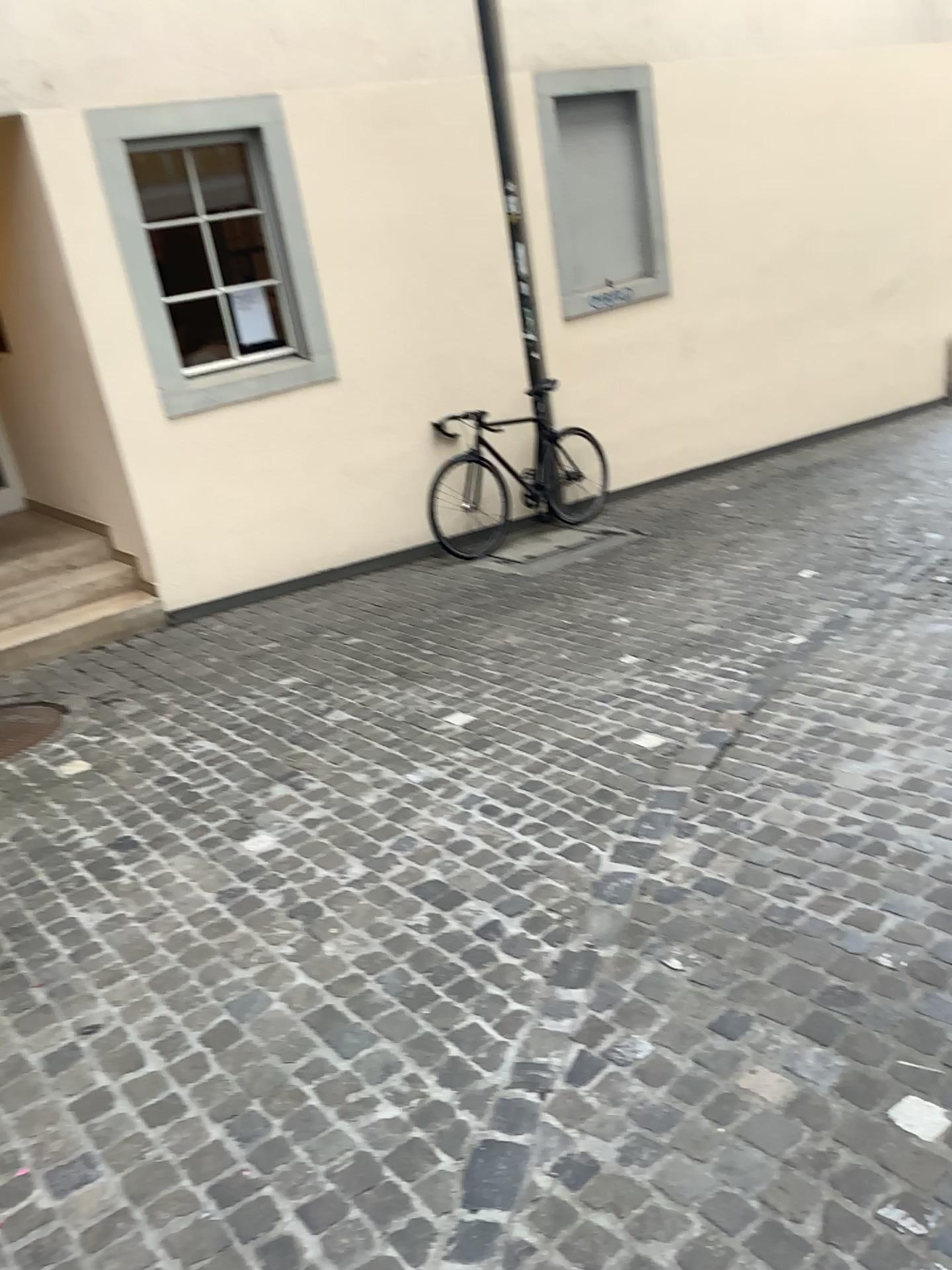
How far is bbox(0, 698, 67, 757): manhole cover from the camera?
4.55m

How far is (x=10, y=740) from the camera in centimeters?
455cm

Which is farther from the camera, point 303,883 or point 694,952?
point 303,883
